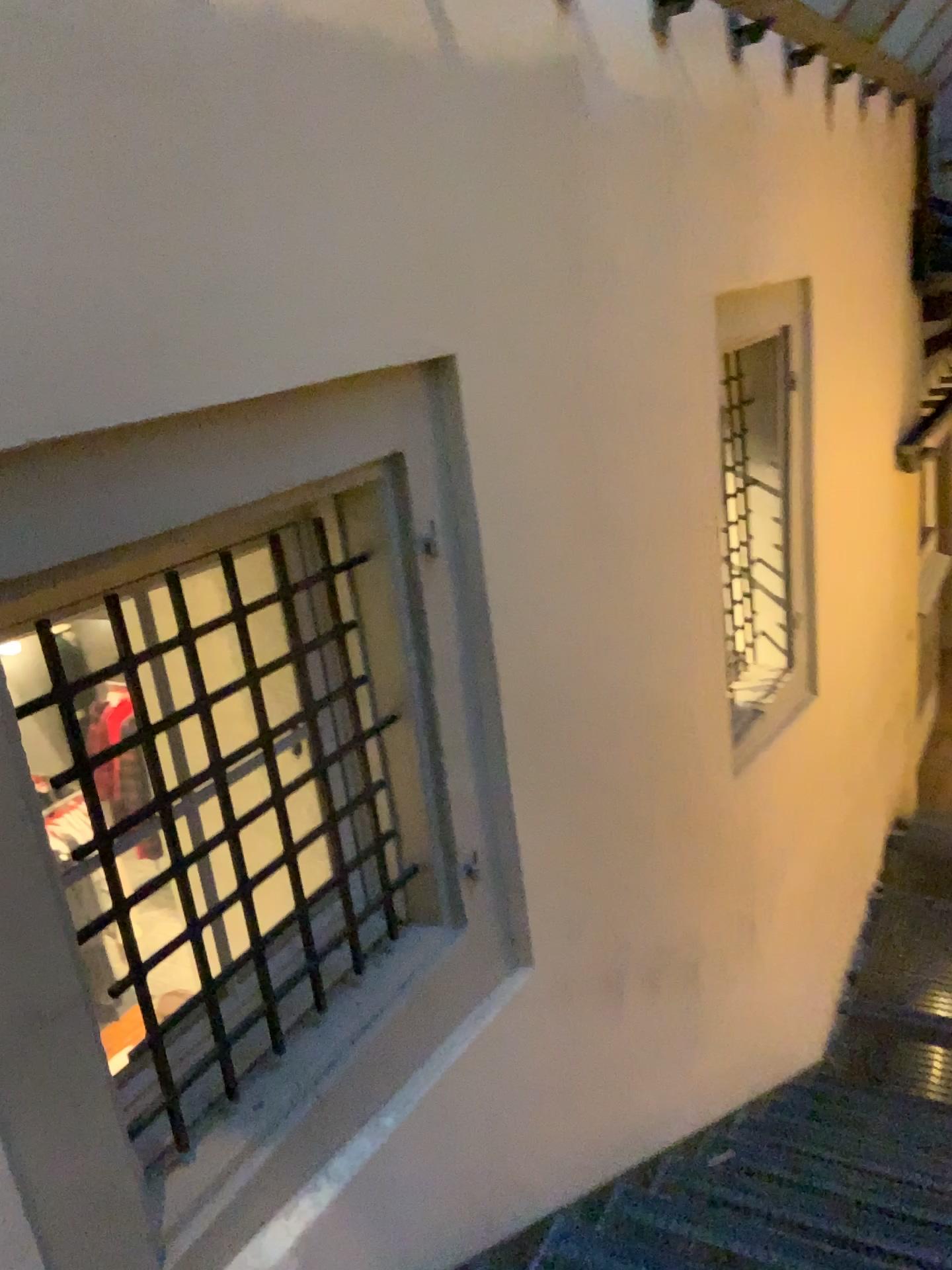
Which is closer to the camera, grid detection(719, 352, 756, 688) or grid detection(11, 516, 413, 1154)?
grid detection(11, 516, 413, 1154)

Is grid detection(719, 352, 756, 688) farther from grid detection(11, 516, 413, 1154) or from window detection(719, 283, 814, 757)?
grid detection(11, 516, 413, 1154)

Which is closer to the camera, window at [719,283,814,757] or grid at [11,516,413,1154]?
grid at [11,516,413,1154]

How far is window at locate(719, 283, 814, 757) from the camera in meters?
4.1

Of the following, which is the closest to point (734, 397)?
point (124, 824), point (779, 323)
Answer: point (779, 323)

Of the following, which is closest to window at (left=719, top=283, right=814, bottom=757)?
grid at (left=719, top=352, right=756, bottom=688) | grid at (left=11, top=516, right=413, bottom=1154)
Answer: grid at (left=719, top=352, right=756, bottom=688)

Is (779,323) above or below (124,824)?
above

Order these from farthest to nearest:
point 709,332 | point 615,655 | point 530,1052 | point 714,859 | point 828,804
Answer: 1. point 828,804
2. point 714,859
3. point 709,332
4. point 615,655
5. point 530,1052

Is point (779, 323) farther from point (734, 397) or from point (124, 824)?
point (124, 824)
